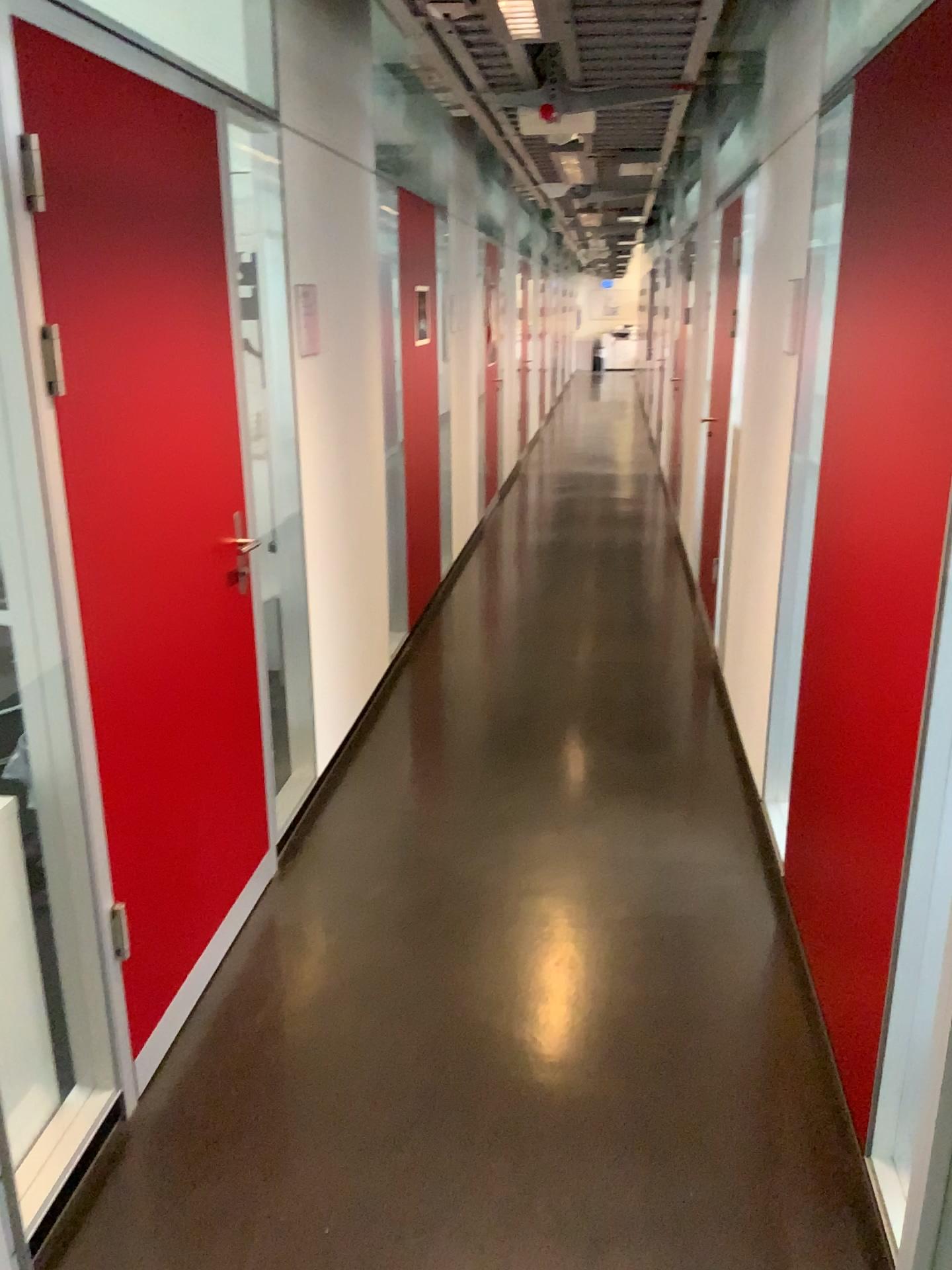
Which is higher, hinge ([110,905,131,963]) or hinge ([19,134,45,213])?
hinge ([19,134,45,213])

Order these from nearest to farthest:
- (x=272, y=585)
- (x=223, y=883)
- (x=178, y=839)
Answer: (x=178, y=839) → (x=223, y=883) → (x=272, y=585)

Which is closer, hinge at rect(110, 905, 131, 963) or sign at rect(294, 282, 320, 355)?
hinge at rect(110, 905, 131, 963)

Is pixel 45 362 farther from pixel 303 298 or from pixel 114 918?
pixel 303 298

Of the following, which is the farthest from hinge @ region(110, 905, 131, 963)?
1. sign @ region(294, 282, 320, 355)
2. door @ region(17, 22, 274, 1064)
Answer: sign @ region(294, 282, 320, 355)

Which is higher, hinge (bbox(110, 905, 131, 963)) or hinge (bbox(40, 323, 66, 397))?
hinge (bbox(40, 323, 66, 397))

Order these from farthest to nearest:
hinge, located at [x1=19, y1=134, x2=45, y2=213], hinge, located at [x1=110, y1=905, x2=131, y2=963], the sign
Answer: the sign, hinge, located at [x1=110, y1=905, x2=131, y2=963], hinge, located at [x1=19, y1=134, x2=45, y2=213]

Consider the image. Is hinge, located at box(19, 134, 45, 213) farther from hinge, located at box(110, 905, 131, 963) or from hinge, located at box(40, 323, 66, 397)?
hinge, located at box(110, 905, 131, 963)

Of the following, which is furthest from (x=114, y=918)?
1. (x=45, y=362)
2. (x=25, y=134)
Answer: (x=25, y=134)

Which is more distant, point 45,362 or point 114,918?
point 114,918
